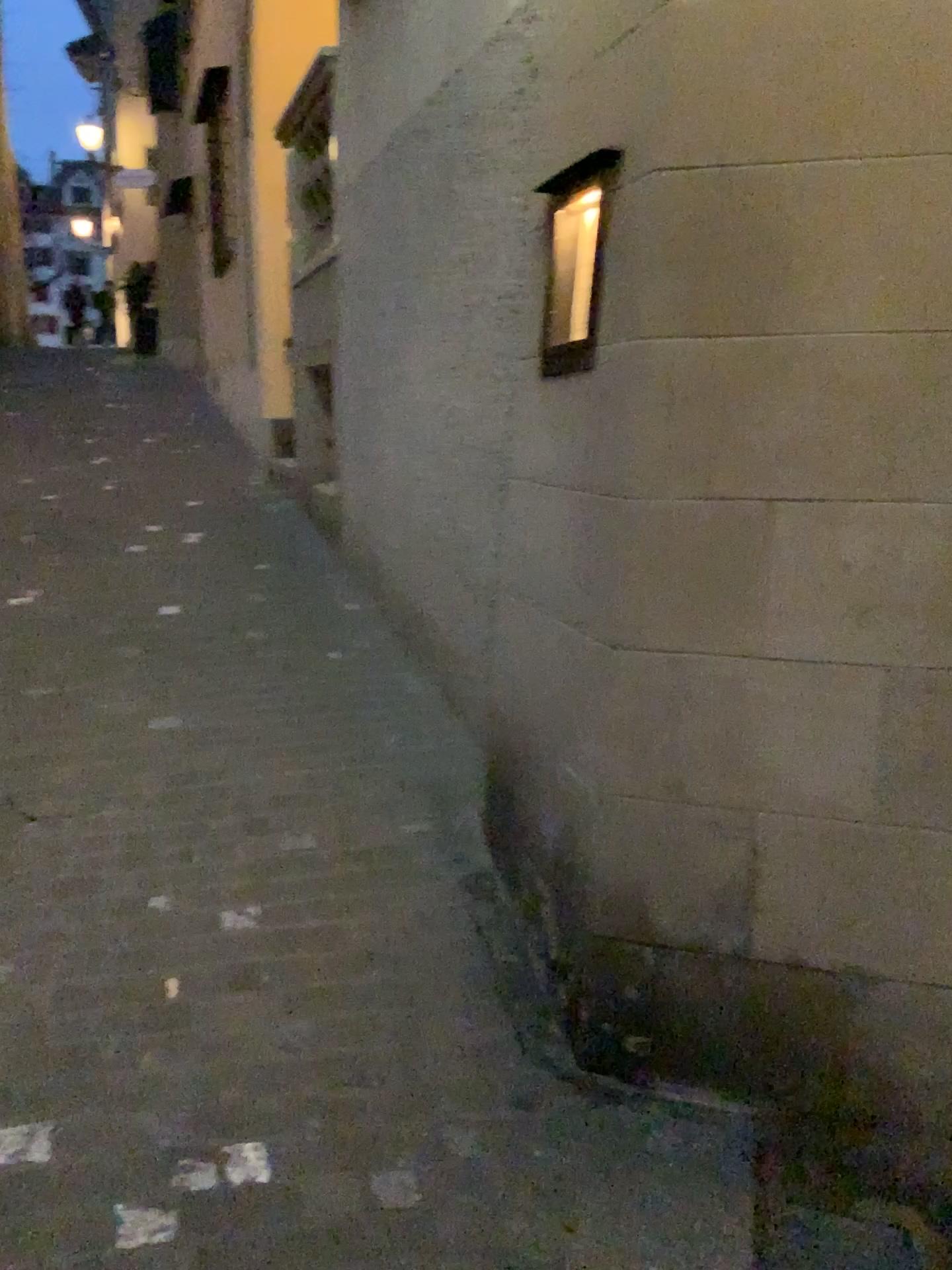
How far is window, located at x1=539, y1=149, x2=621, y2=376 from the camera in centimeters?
237cm

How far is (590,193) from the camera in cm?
237

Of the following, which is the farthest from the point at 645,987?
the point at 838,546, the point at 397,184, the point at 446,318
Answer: the point at 397,184
